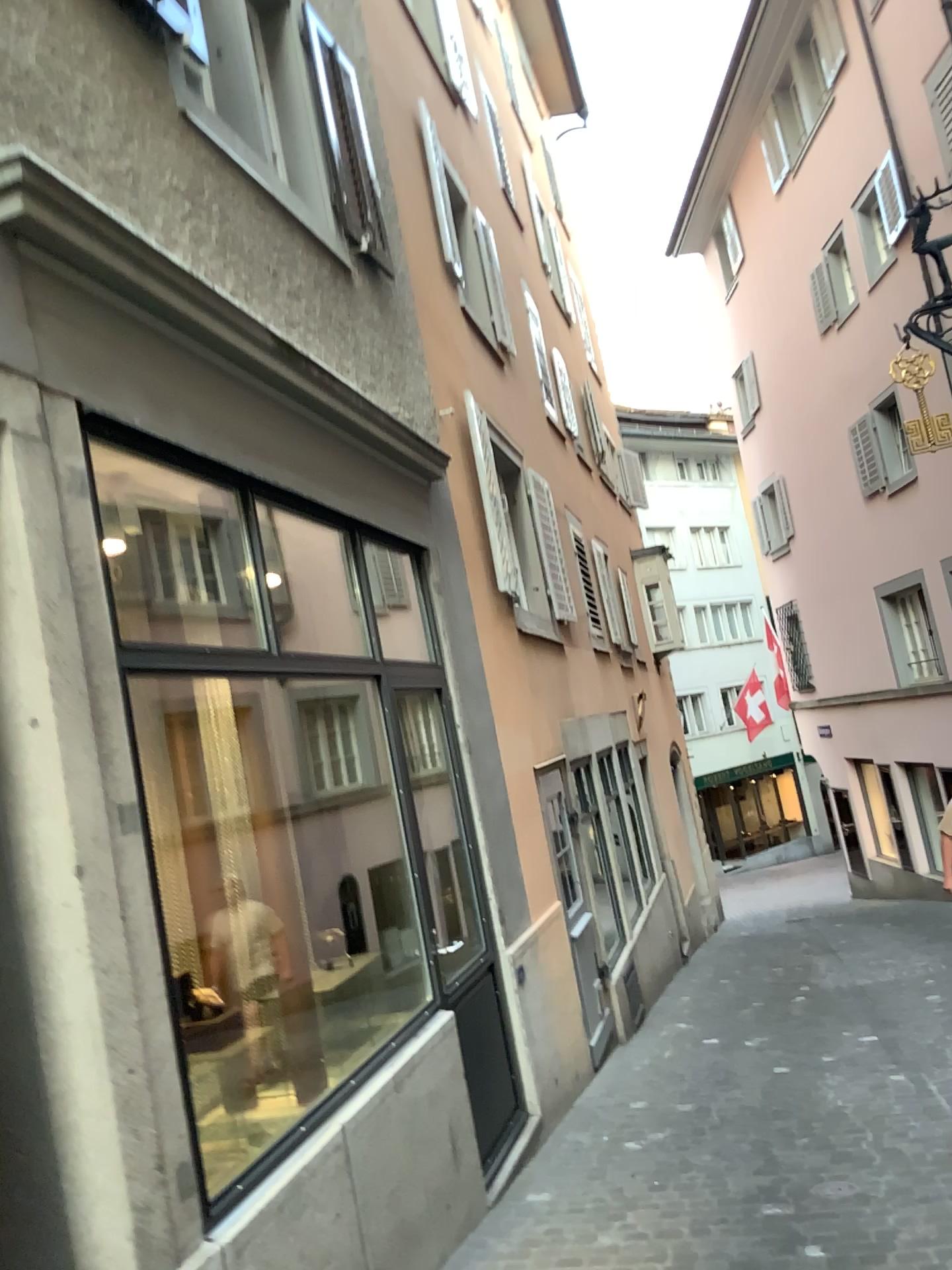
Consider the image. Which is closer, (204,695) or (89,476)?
(89,476)
